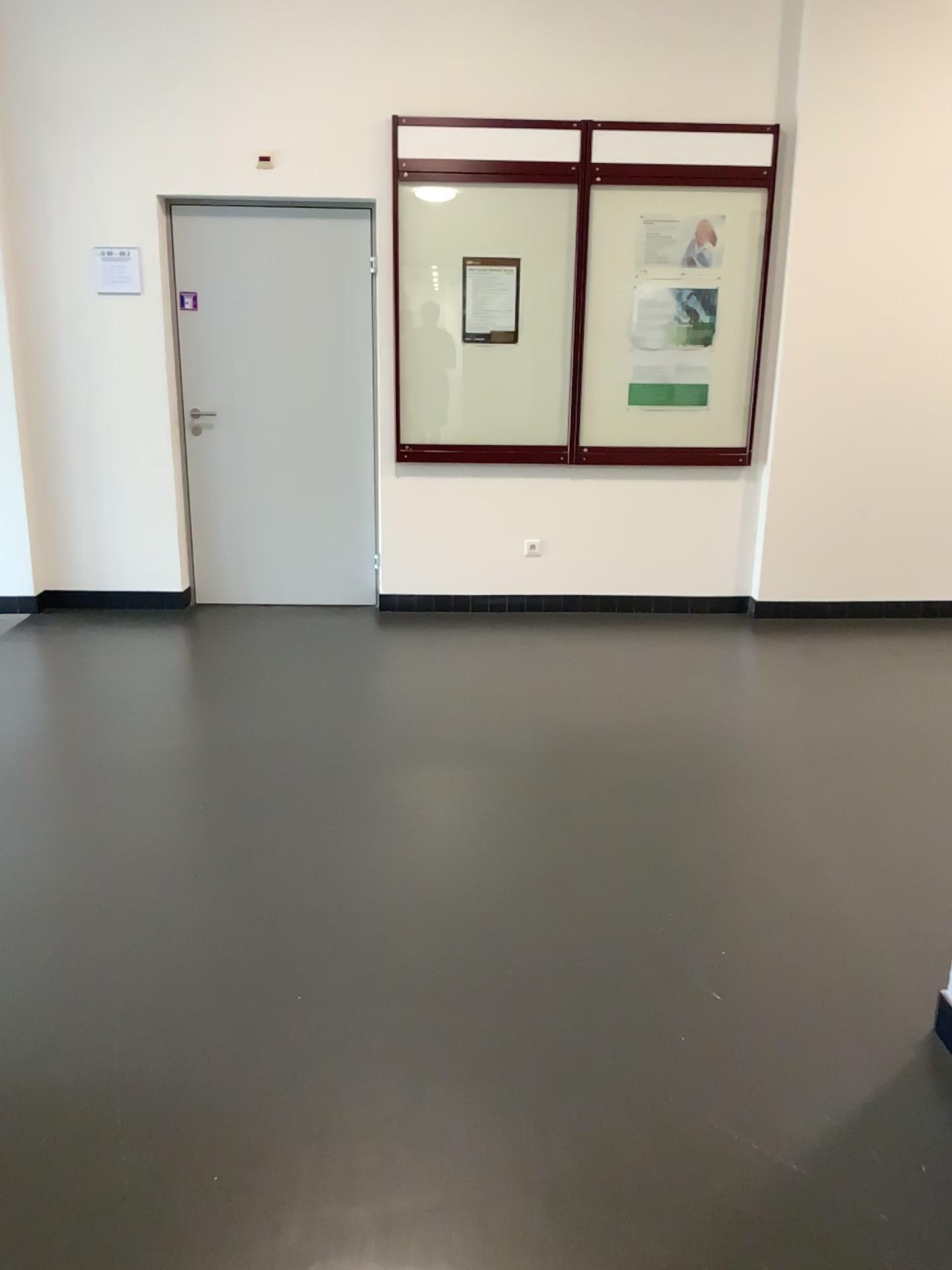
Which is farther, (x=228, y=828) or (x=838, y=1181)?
(x=228, y=828)
